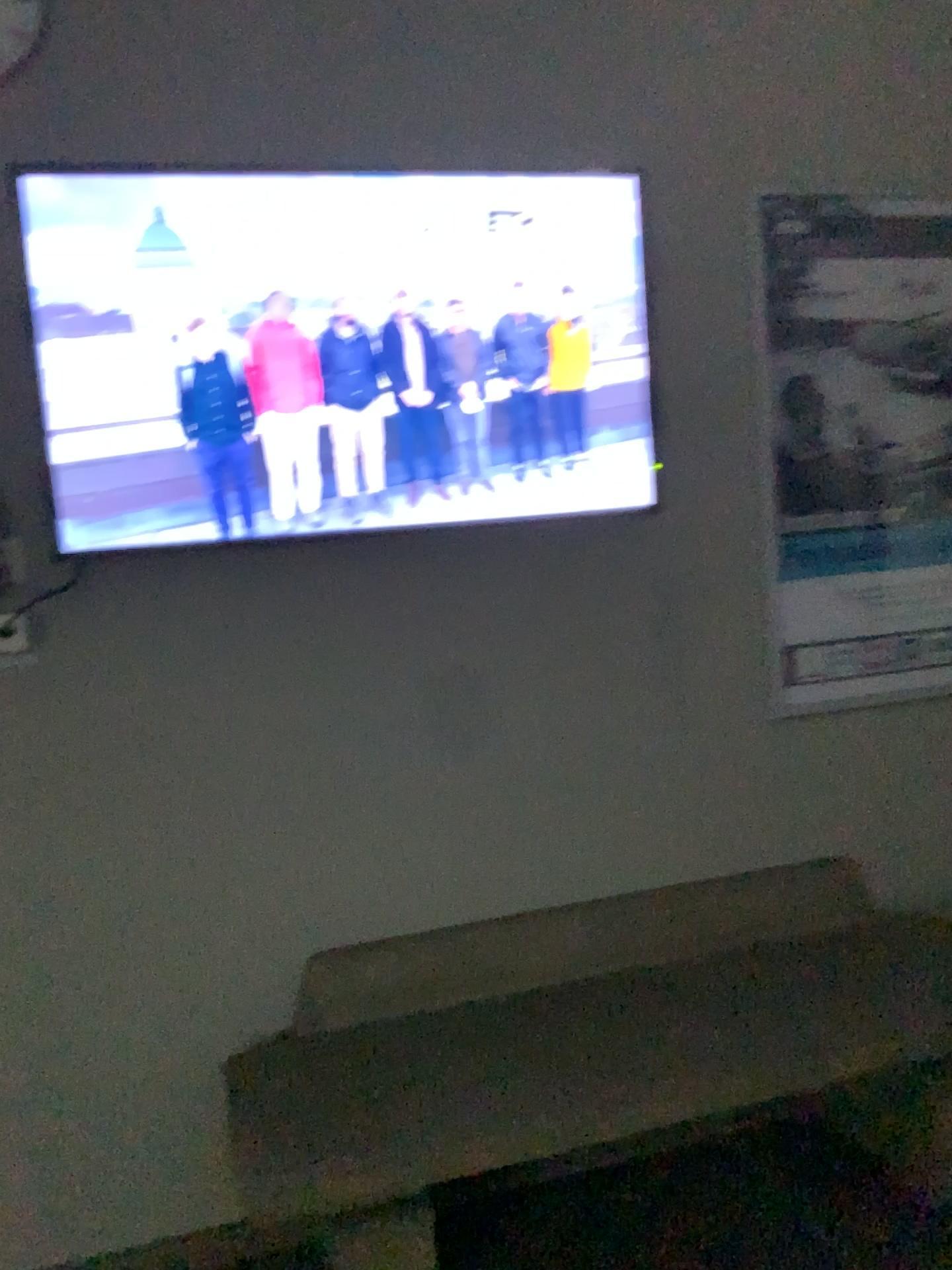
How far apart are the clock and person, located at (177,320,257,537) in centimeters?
57cm

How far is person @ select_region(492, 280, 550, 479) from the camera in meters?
2.2

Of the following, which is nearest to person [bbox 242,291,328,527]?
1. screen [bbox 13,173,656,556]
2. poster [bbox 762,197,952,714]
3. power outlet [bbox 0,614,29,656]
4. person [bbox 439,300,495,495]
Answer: screen [bbox 13,173,656,556]

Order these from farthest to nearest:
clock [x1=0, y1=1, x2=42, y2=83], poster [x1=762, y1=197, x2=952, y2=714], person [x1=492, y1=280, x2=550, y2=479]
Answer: poster [x1=762, y1=197, x2=952, y2=714]
person [x1=492, y1=280, x2=550, y2=479]
clock [x1=0, y1=1, x2=42, y2=83]

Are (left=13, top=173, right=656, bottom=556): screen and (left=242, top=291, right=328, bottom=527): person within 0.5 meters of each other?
yes

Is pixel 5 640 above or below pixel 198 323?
below

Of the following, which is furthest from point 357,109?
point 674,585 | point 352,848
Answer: point 352,848

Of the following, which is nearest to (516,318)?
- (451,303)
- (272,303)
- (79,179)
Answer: (451,303)

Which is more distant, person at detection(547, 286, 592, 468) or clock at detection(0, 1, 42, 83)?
person at detection(547, 286, 592, 468)

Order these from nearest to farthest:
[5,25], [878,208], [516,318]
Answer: [5,25] < [516,318] < [878,208]
